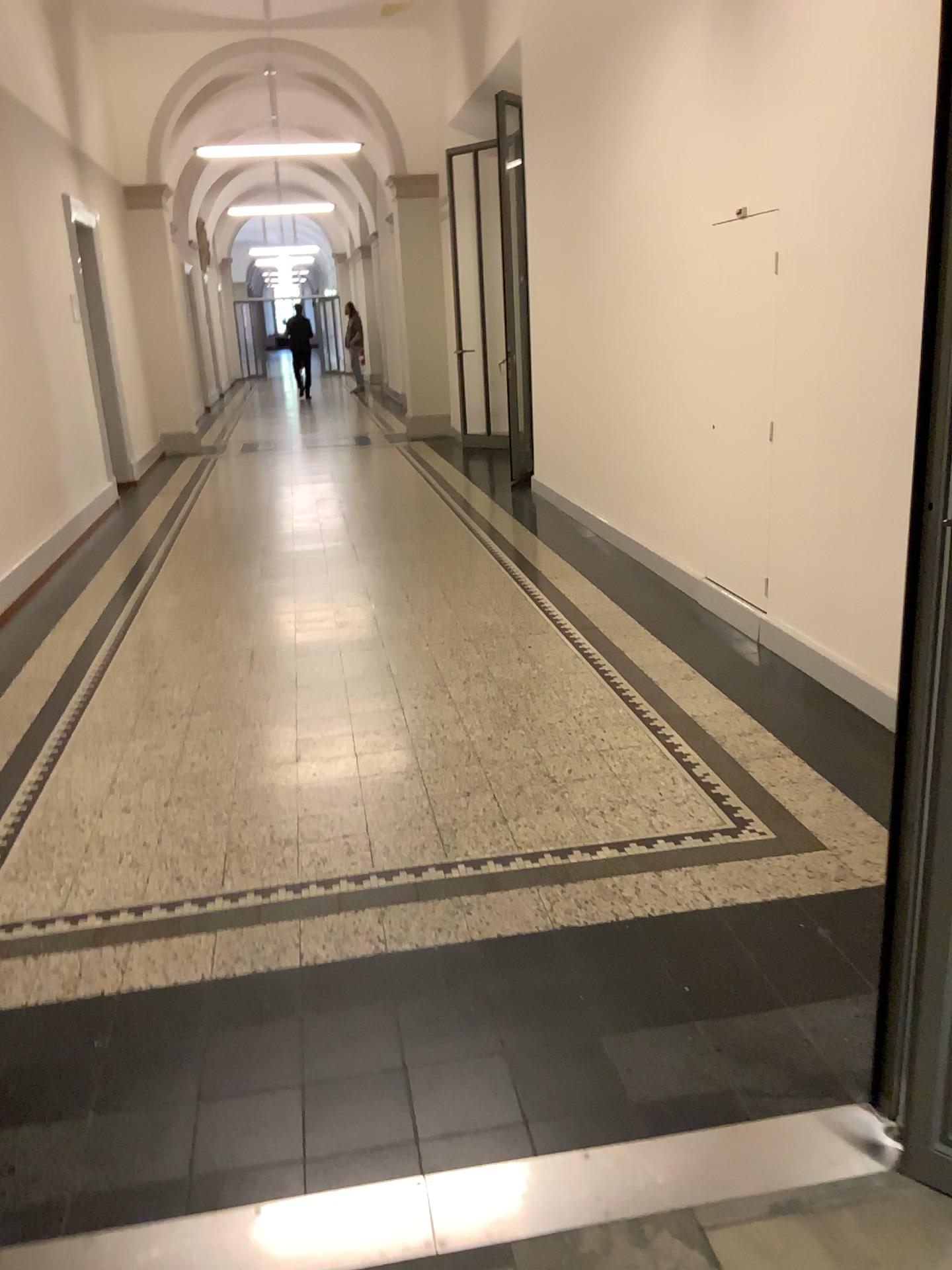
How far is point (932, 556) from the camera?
1.56m

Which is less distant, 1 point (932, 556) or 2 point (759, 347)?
1 point (932, 556)

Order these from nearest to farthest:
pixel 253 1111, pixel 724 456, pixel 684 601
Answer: pixel 253 1111
pixel 724 456
pixel 684 601

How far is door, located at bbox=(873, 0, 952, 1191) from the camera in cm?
156

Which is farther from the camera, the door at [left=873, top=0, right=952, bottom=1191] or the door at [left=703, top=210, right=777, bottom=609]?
the door at [left=703, top=210, right=777, bottom=609]
